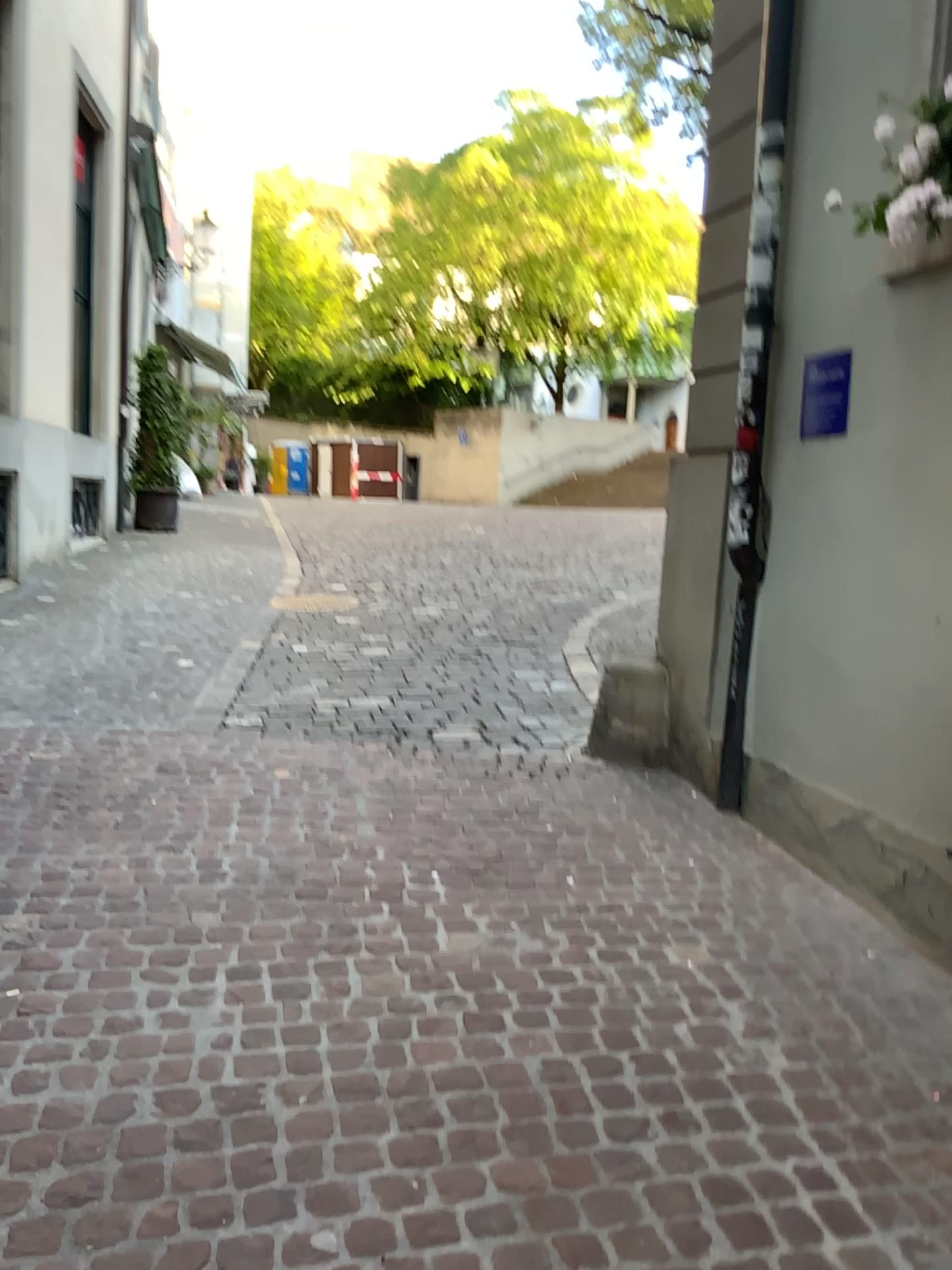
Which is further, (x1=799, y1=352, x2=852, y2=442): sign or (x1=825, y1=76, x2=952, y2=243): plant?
(x1=799, y1=352, x2=852, y2=442): sign

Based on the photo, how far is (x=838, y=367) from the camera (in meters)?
3.51

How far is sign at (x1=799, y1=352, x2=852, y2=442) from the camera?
3.50m

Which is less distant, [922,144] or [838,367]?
[922,144]

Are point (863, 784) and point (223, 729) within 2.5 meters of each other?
no

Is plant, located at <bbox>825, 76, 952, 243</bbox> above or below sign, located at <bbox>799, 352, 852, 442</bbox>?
above

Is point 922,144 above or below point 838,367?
above
